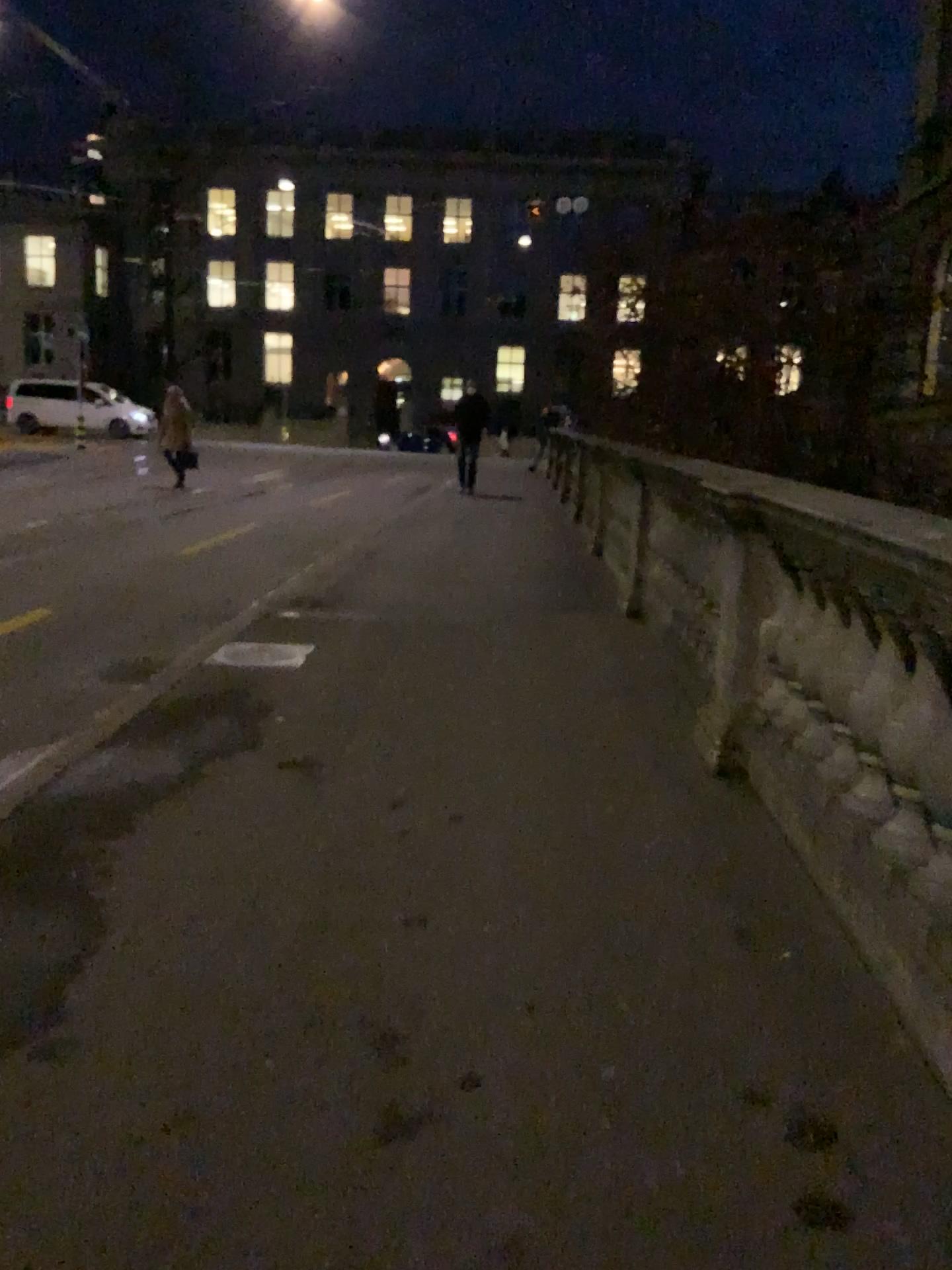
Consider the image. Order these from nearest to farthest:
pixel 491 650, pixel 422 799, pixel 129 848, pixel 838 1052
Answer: pixel 838 1052, pixel 129 848, pixel 422 799, pixel 491 650
